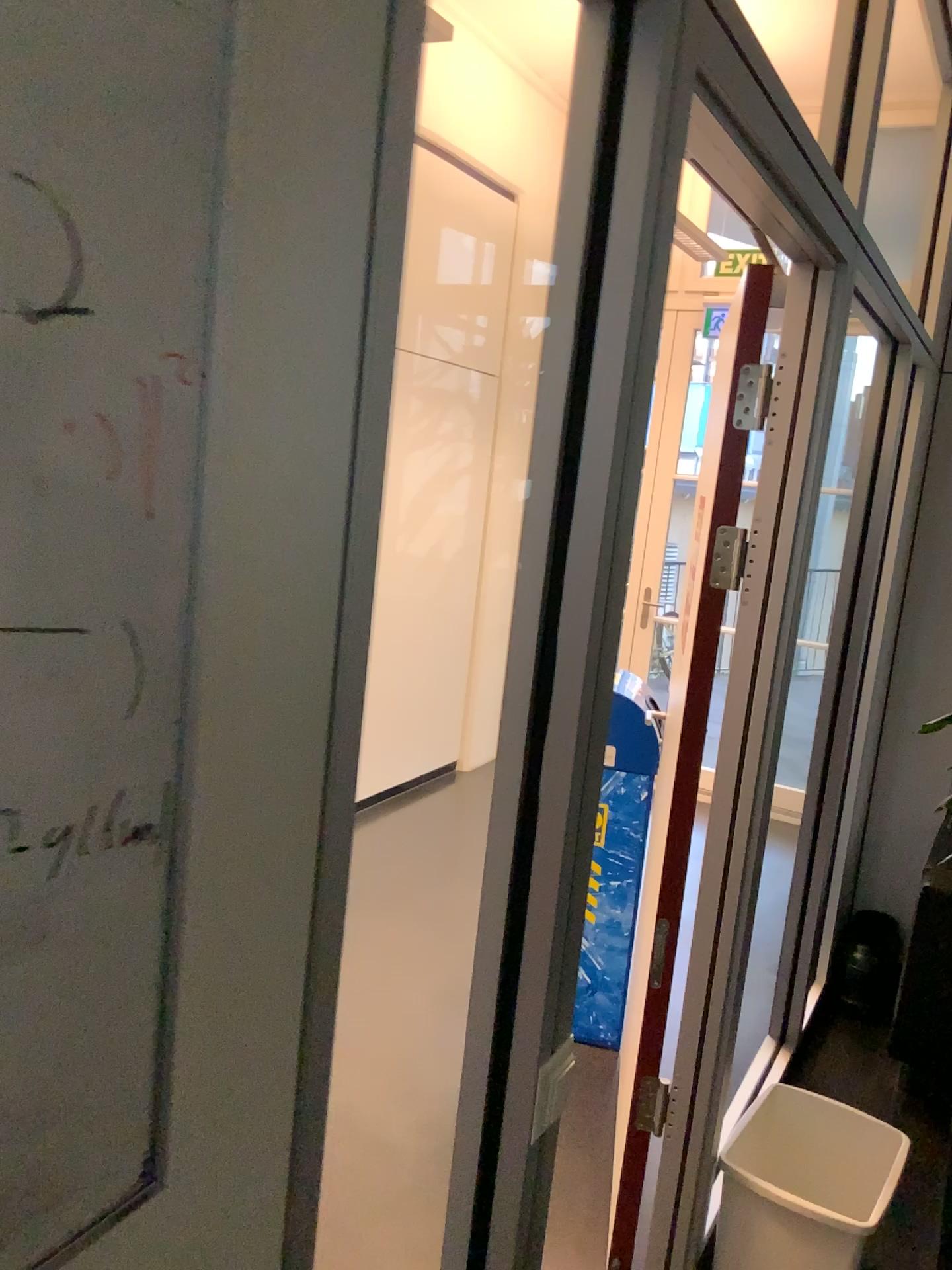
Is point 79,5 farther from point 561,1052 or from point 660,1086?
point 660,1086

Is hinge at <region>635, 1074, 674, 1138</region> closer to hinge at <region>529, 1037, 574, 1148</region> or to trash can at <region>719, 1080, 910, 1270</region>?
trash can at <region>719, 1080, 910, 1270</region>

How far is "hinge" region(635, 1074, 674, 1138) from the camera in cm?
214

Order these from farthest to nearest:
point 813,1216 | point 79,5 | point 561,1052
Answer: point 813,1216, point 561,1052, point 79,5

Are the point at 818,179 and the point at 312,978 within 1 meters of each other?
no

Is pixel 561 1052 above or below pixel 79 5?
below

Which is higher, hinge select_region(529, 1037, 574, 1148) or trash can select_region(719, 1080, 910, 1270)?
hinge select_region(529, 1037, 574, 1148)

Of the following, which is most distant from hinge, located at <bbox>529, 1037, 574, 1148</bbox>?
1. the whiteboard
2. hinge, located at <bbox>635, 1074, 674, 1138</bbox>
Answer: hinge, located at <bbox>635, 1074, 674, 1138</bbox>

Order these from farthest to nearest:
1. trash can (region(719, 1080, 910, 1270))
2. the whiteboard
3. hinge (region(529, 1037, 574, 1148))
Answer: trash can (region(719, 1080, 910, 1270))
hinge (region(529, 1037, 574, 1148))
the whiteboard

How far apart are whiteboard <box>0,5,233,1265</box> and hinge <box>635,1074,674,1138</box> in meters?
1.8
